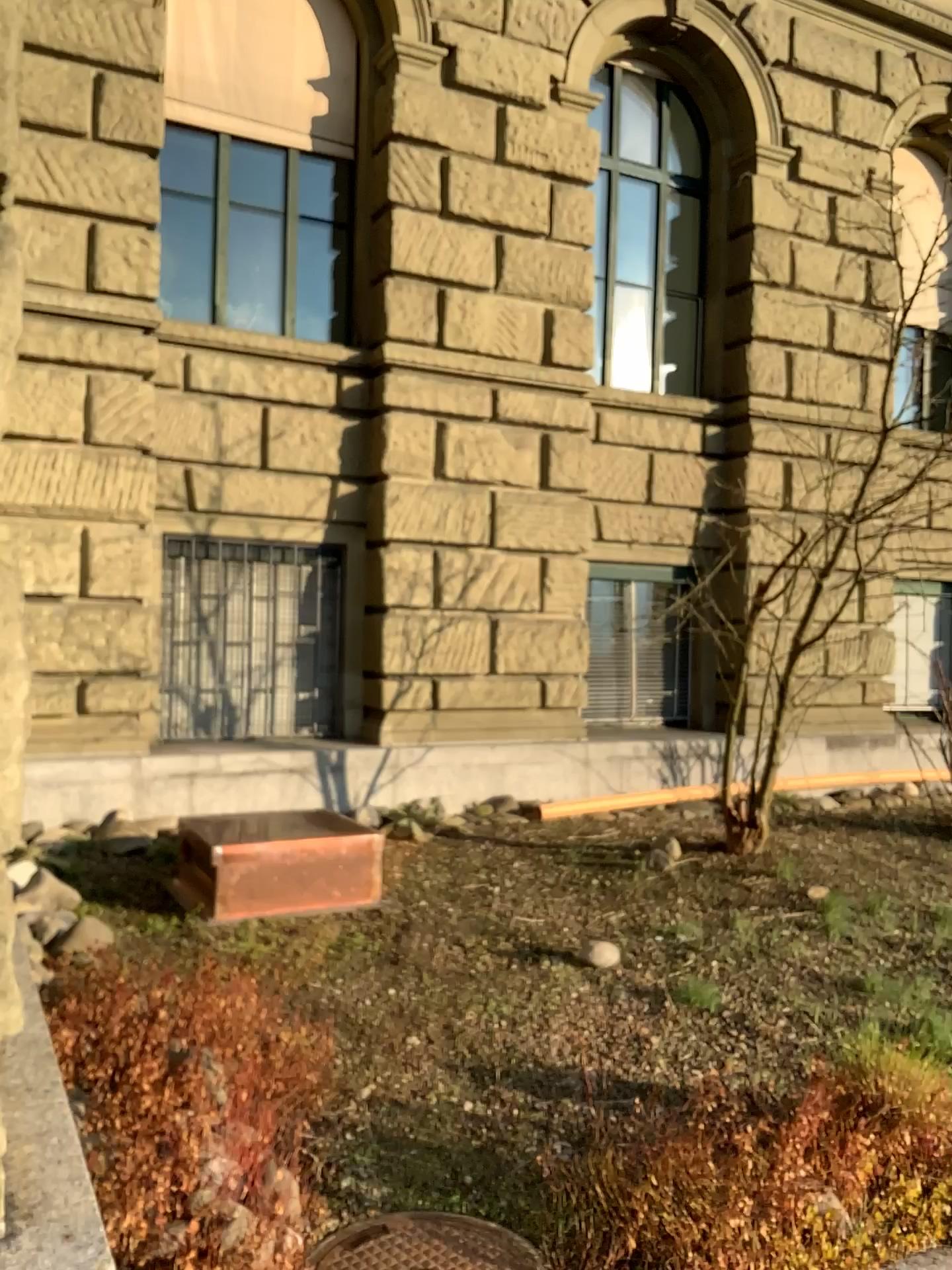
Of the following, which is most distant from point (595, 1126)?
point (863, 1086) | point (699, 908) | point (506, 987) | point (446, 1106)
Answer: point (699, 908)

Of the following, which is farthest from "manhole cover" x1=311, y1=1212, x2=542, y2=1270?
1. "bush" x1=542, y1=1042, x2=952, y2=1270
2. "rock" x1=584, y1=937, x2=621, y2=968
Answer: "rock" x1=584, y1=937, x2=621, y2=968

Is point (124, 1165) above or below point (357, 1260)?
above

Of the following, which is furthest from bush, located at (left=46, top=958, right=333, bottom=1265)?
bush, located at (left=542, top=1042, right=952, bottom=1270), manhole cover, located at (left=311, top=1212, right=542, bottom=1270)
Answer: bush, located at (left=542, top=1042, right=952, bottom=1270)

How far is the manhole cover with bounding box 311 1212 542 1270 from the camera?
2.4m

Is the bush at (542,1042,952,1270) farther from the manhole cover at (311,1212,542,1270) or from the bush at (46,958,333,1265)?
the bush at (46,958,333,1265)

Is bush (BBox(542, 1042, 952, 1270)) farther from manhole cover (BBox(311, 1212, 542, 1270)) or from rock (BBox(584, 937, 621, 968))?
rock (BBox(584, 937, 621, 968))

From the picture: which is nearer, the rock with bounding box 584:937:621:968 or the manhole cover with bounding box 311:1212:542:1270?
the manhole cover with bounding box 311:1212:542:1270

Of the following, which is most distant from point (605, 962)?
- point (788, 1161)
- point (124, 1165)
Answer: point (124, 1165)

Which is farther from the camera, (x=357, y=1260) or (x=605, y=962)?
(x=605, y=962)
